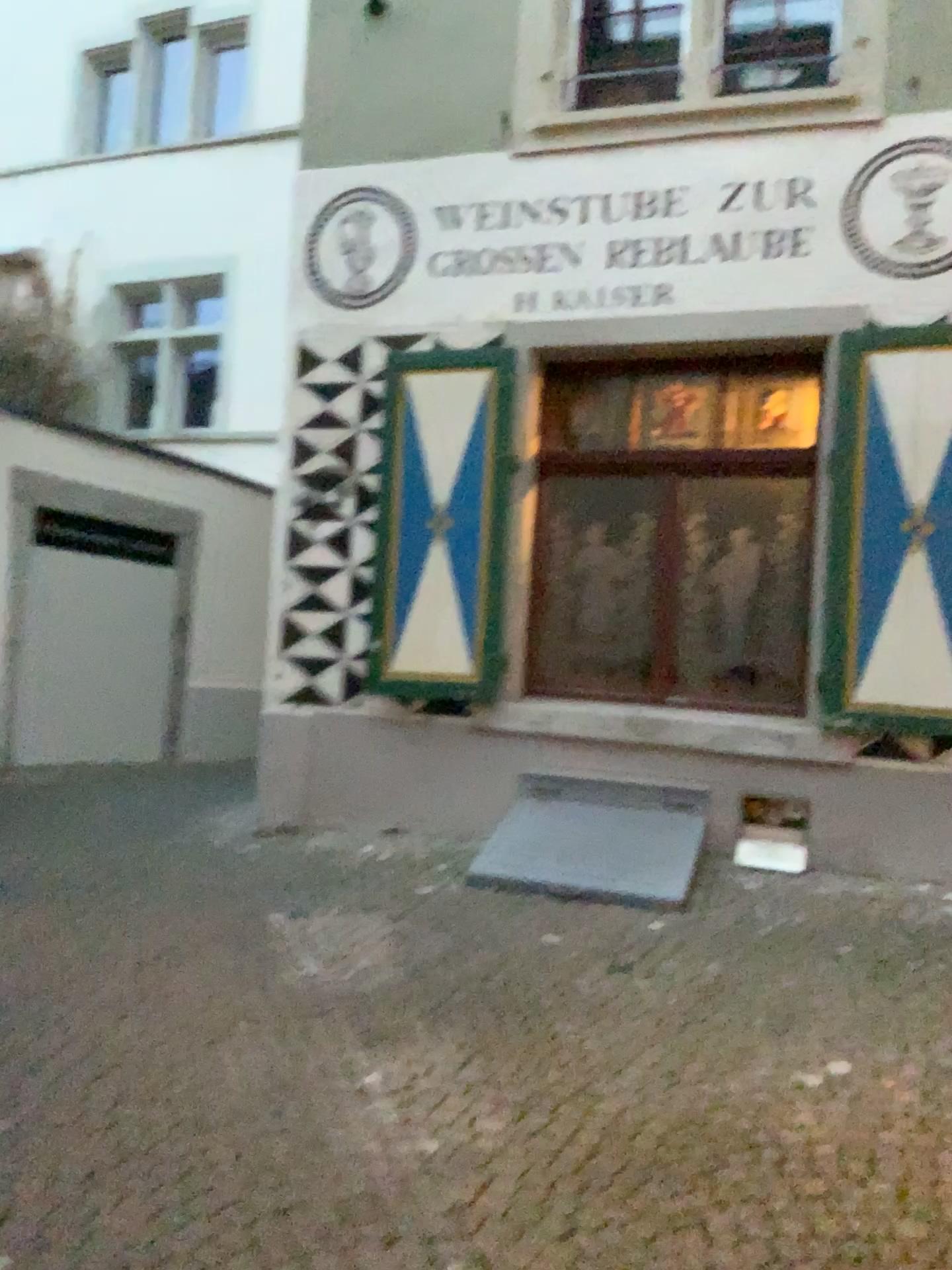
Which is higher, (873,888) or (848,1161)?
(873,888)
